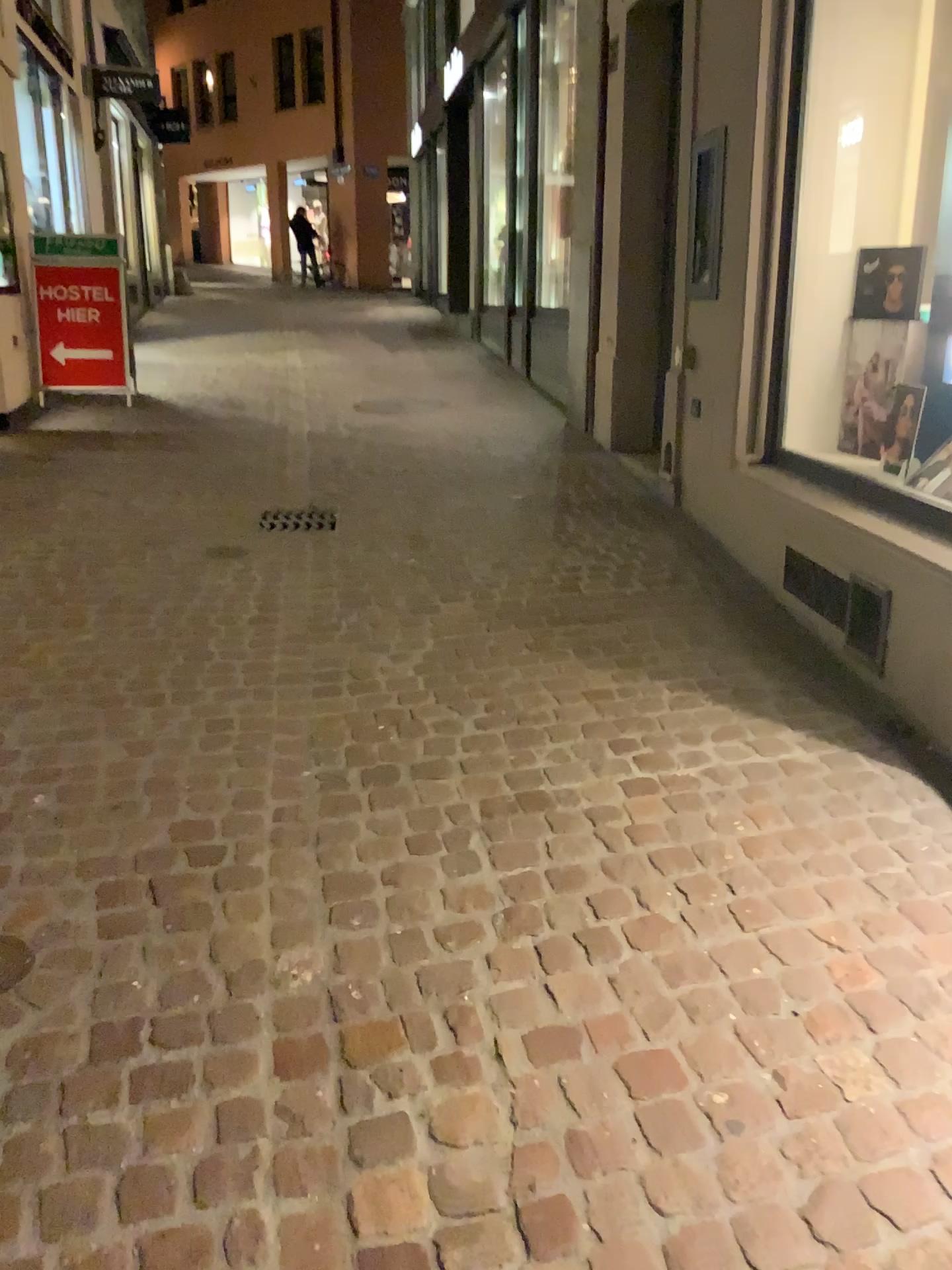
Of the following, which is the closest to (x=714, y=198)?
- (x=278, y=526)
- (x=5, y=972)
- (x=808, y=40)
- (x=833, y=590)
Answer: (x=808, y=40)

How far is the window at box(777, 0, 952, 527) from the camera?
3.8m

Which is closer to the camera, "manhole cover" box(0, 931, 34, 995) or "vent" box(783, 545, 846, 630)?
"manhole cover" box(0, 931, 34, 995)

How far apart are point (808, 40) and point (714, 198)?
0.6m

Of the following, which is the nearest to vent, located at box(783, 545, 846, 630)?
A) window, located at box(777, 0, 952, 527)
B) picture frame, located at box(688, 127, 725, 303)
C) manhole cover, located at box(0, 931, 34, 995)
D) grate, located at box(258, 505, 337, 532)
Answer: window, located at box(777, 0, 952, 527)

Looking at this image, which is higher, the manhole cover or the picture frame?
the picture frame

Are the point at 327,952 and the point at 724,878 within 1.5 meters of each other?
yes

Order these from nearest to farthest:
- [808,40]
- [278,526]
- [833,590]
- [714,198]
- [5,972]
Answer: [5,972] < [833,590] < [808,40] < [714,198] < [278,526]

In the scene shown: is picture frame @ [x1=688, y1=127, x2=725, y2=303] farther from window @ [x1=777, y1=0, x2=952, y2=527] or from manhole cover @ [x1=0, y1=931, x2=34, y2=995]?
manhole cover @ [x1=0, y1=931, x2=34, y2=995]

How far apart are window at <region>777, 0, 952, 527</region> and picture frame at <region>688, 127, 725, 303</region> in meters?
0.4 m
